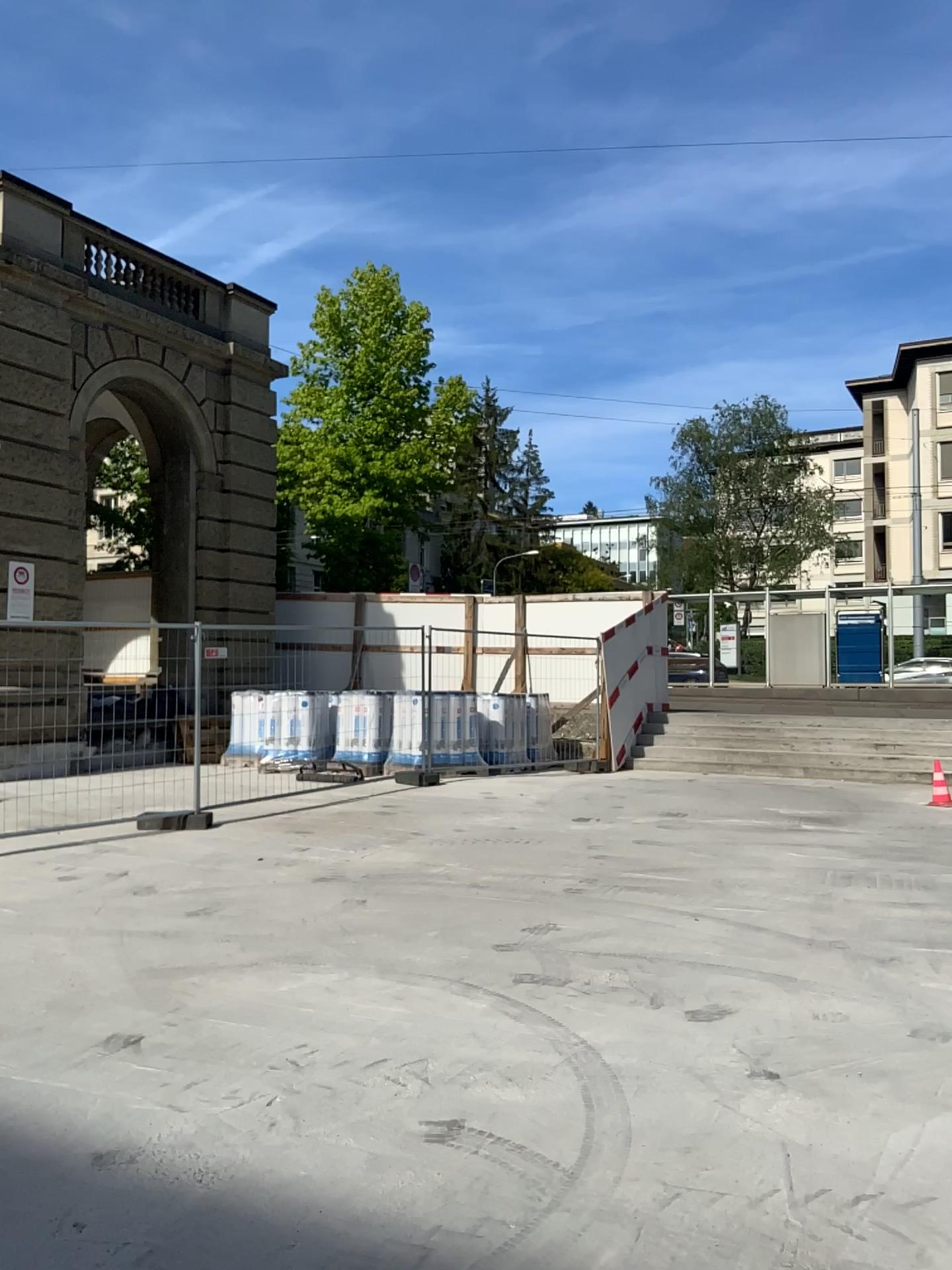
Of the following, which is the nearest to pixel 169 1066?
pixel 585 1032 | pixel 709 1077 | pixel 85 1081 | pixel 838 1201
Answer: pixel 85 1081
